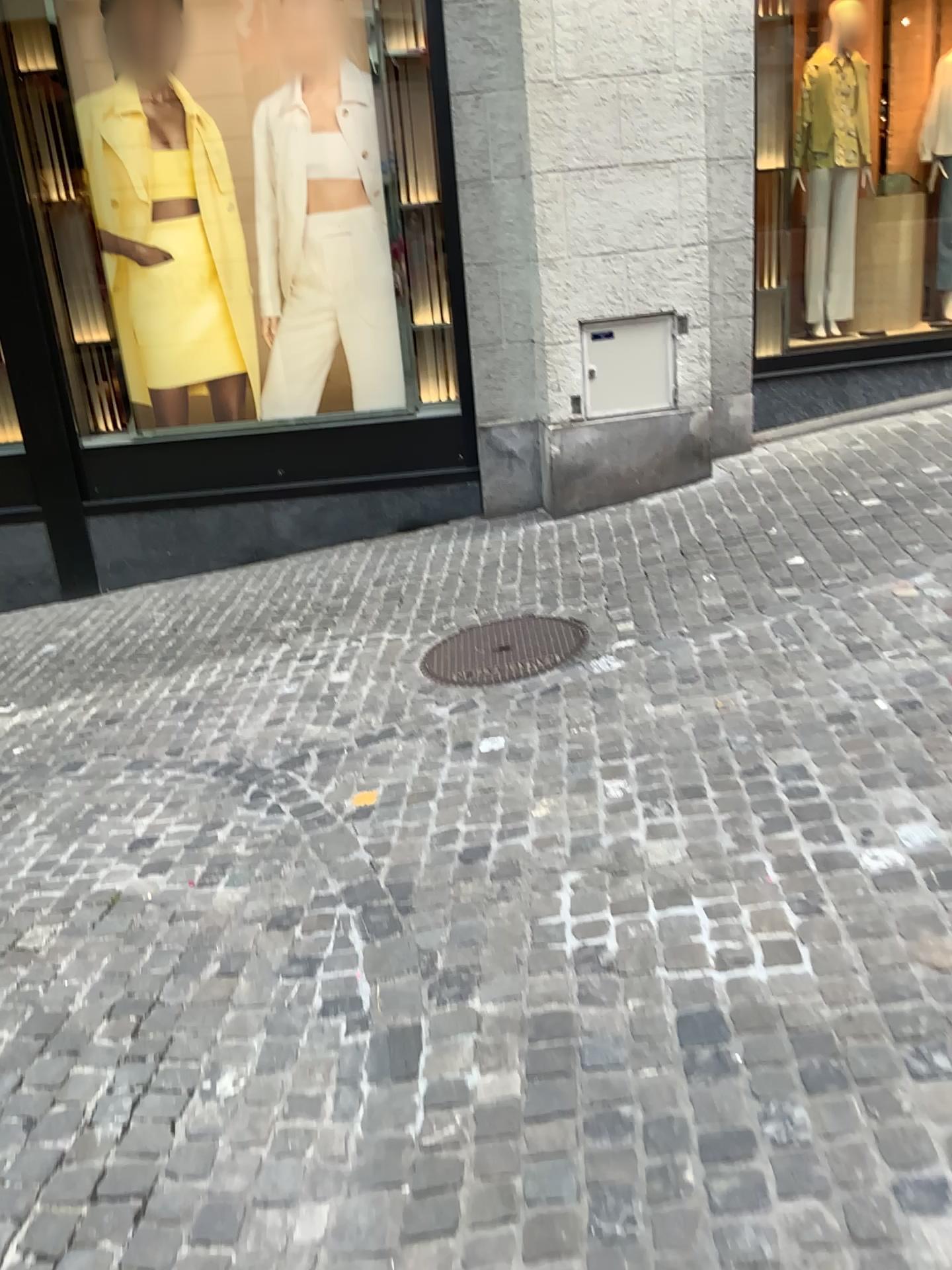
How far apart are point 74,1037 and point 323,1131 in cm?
73
